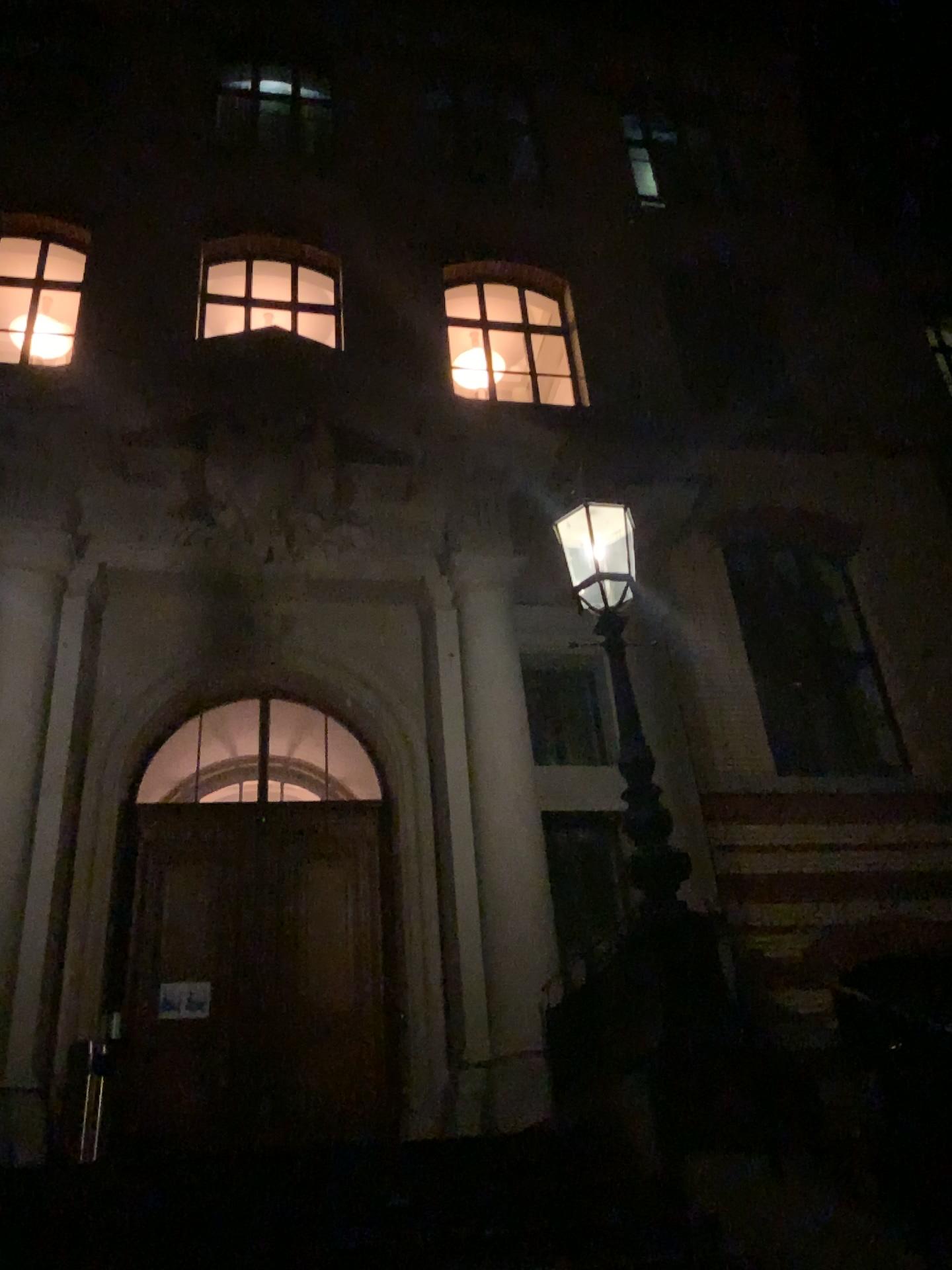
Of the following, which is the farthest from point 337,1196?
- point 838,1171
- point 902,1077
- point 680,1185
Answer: point 902,1077
